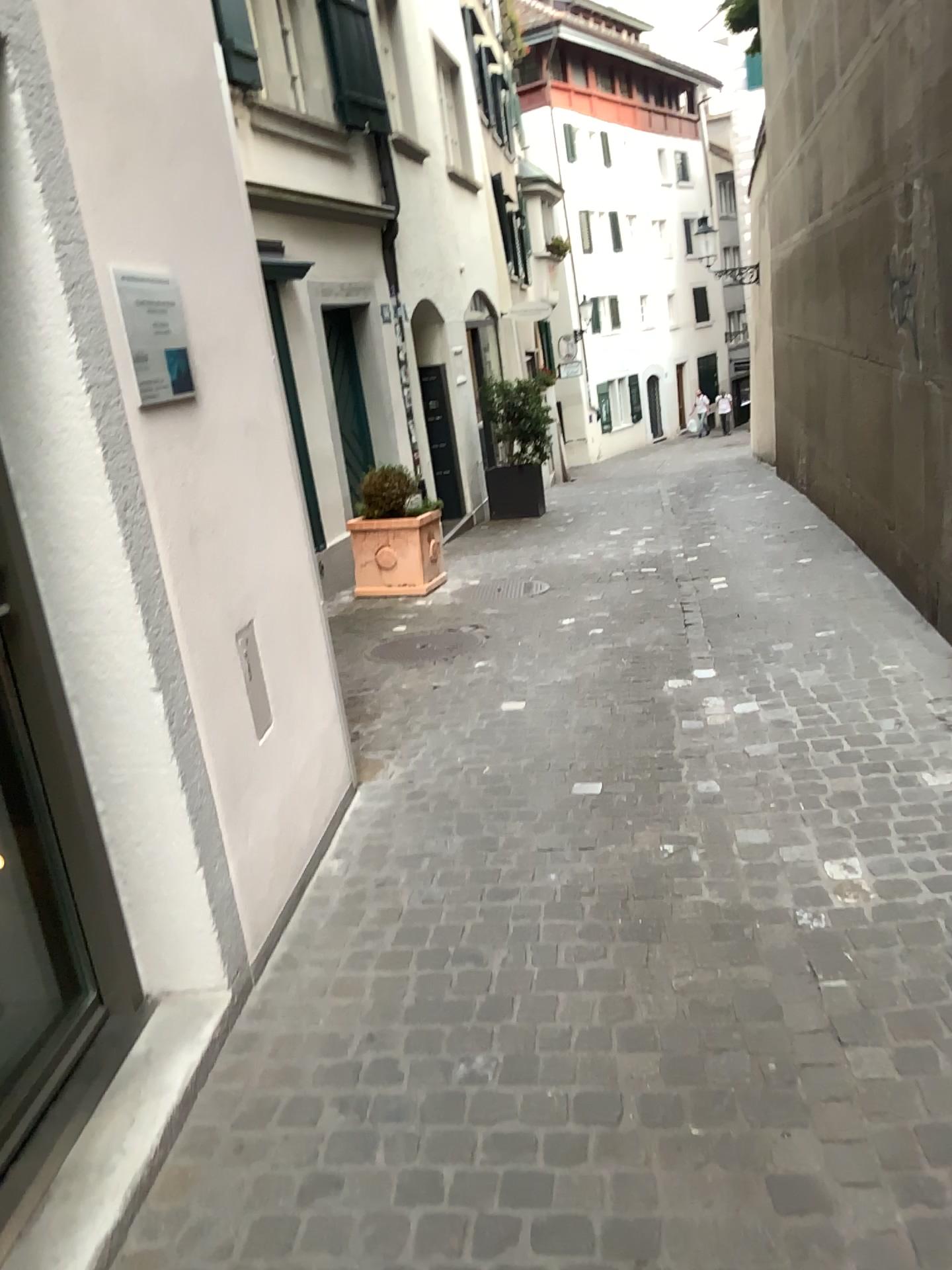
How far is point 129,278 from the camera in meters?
2.4 m

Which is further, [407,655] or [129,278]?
[407,655]

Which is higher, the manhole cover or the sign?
the sign

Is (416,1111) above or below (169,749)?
below

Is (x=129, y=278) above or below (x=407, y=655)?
above

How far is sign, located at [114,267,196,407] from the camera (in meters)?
2.38

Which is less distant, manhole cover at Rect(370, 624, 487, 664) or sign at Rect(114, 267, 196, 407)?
sign at Rect(114, 267, 196, 407)
